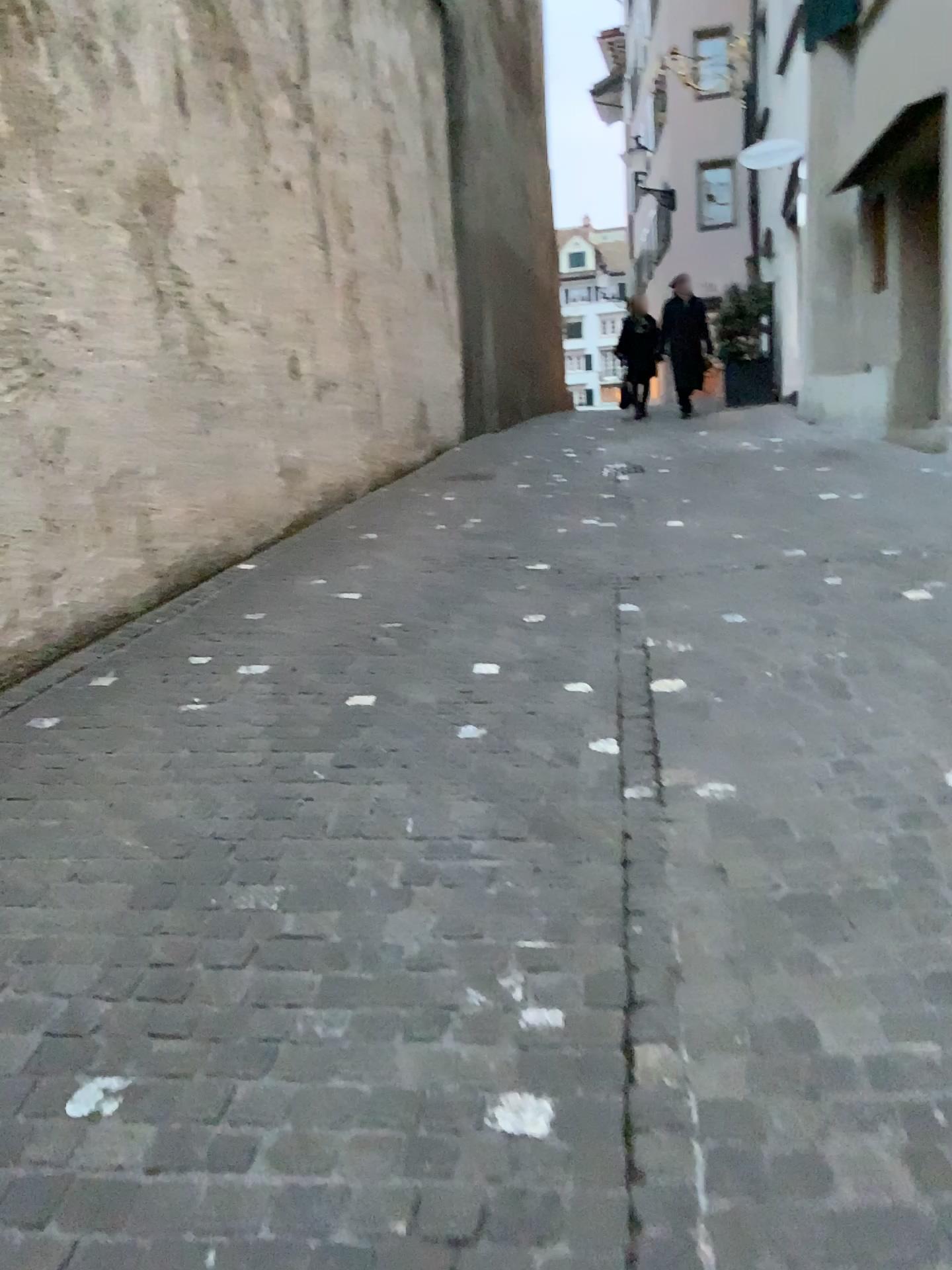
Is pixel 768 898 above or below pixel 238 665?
below
